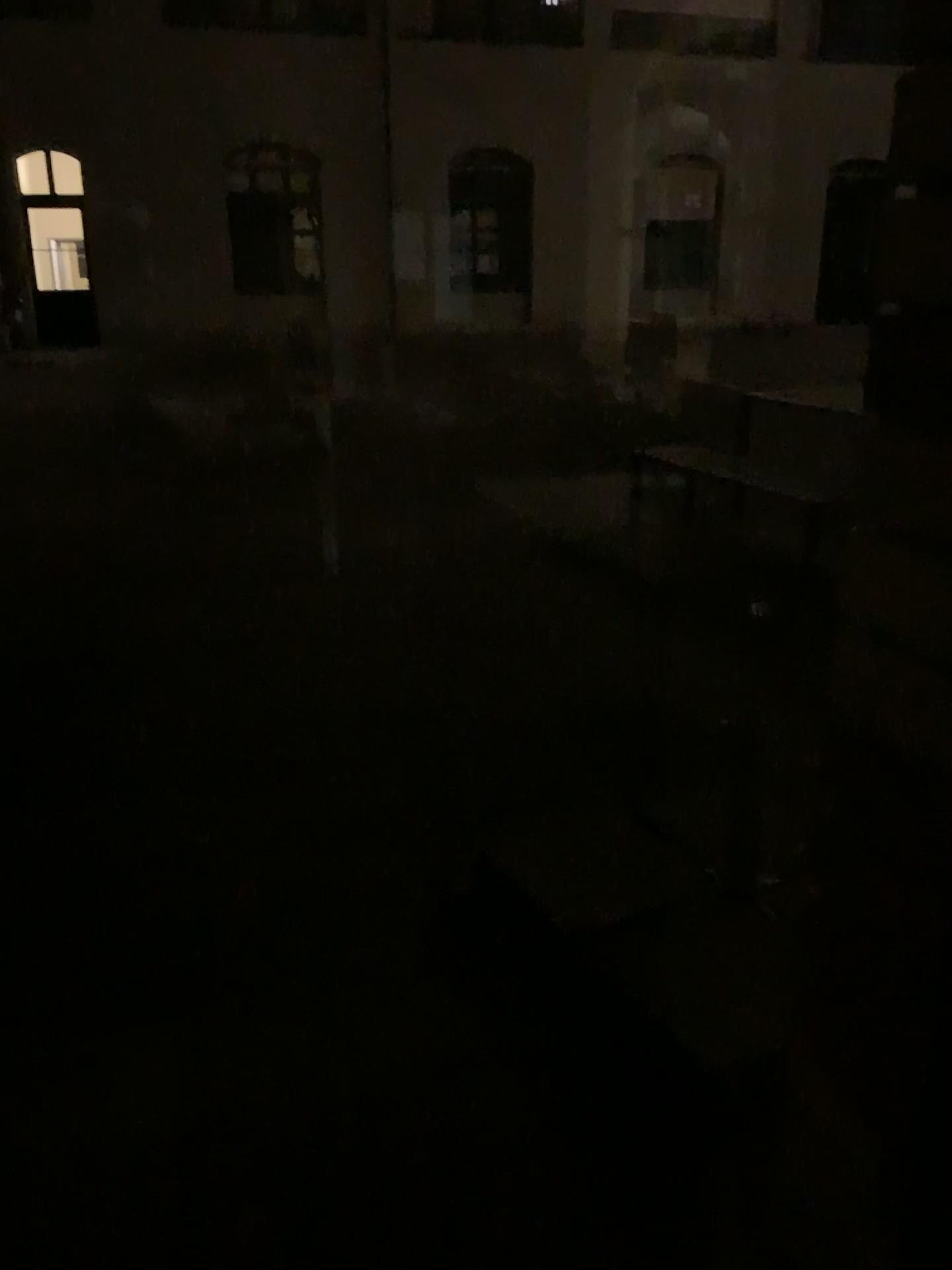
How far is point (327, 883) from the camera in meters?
2.5
